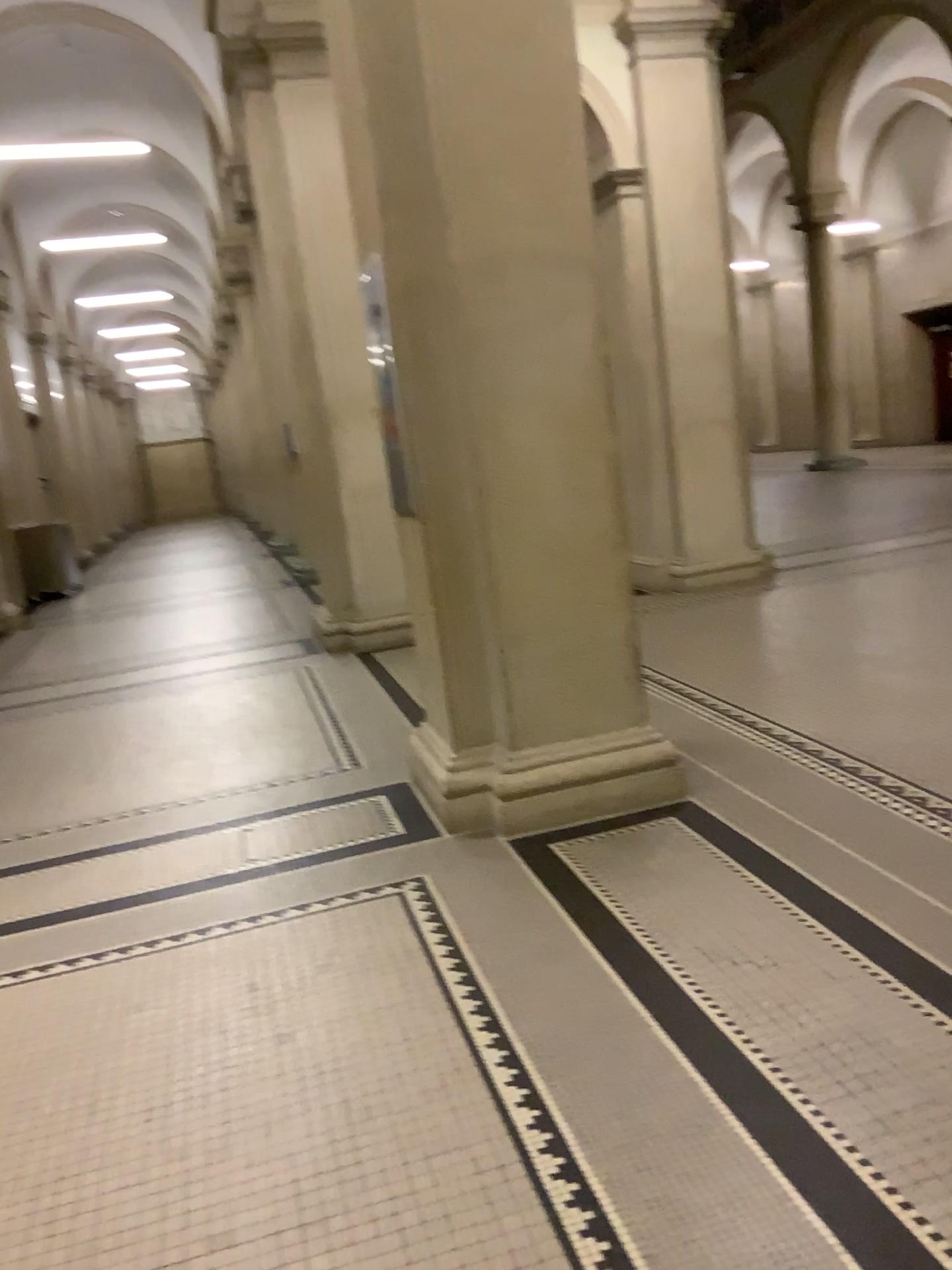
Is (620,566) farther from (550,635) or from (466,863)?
(466,863)
